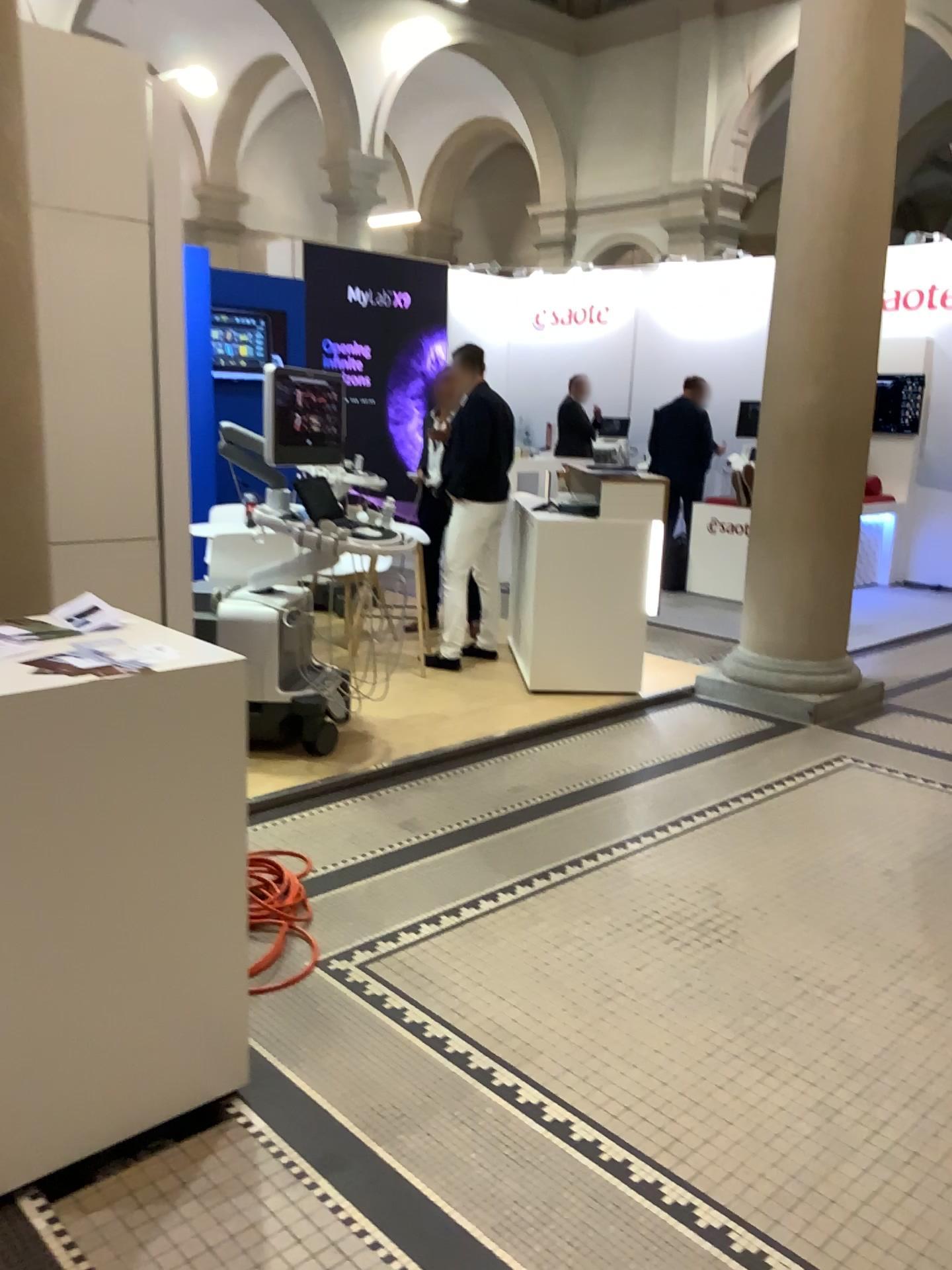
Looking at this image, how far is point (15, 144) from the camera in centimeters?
252cm

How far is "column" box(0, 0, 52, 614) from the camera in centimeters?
252cm

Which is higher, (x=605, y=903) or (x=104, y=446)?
Answer: (x=104, y=446)
